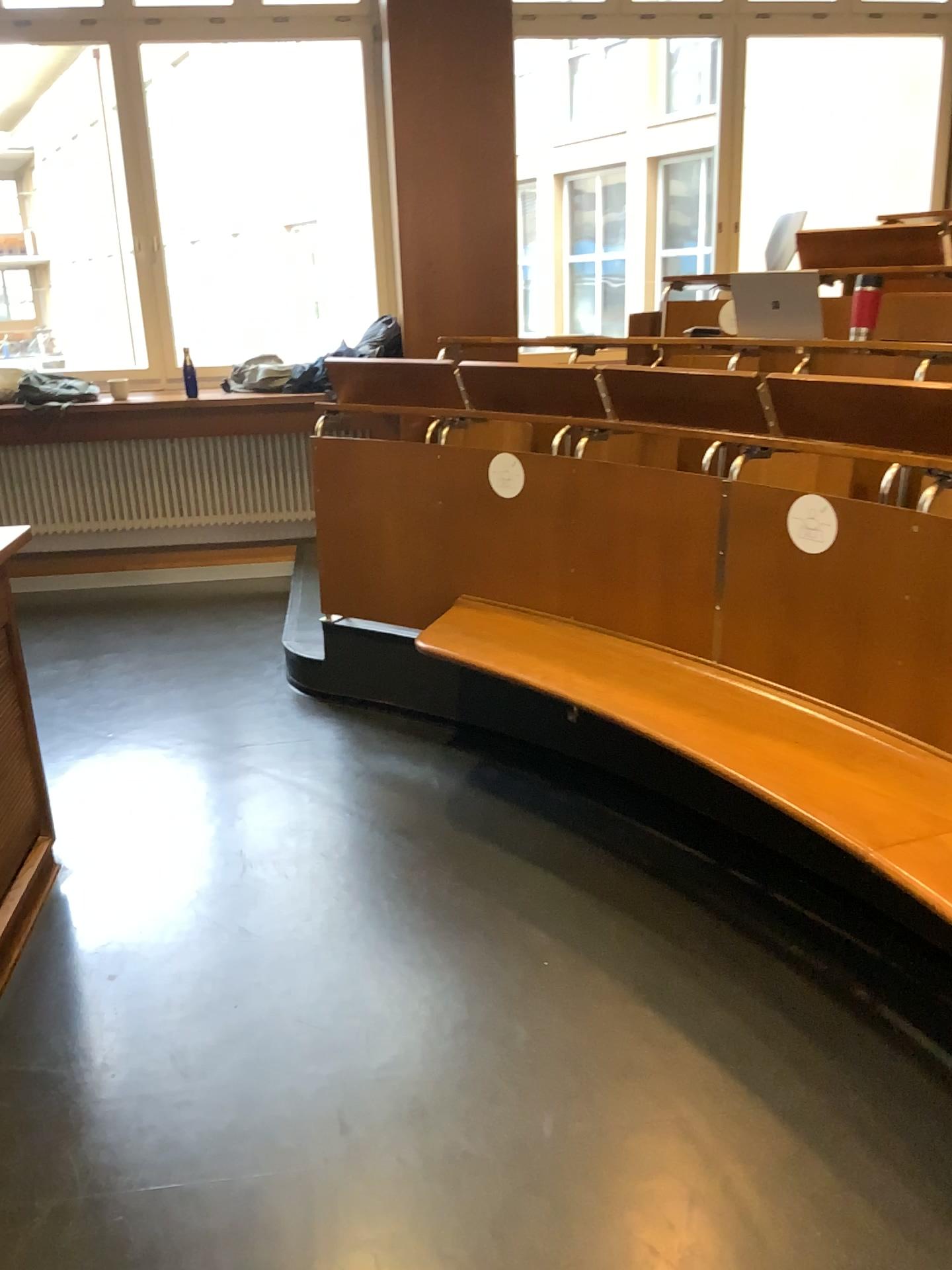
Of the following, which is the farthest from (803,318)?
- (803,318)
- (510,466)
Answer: (510,466)

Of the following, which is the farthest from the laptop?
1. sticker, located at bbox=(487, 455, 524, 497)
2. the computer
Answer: sticker, located at bbox=(487, 455, 524, 497)

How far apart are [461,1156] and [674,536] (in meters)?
1.65

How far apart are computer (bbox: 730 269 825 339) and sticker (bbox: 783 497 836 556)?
1.14m

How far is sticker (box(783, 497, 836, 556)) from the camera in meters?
2.5 m

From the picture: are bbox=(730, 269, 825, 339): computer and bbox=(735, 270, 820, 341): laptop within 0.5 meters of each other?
yes

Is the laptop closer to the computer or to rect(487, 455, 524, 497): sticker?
the computer

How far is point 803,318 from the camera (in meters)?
3.41

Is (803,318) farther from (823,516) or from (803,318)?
(823,516)

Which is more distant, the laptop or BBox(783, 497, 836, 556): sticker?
the laptop
